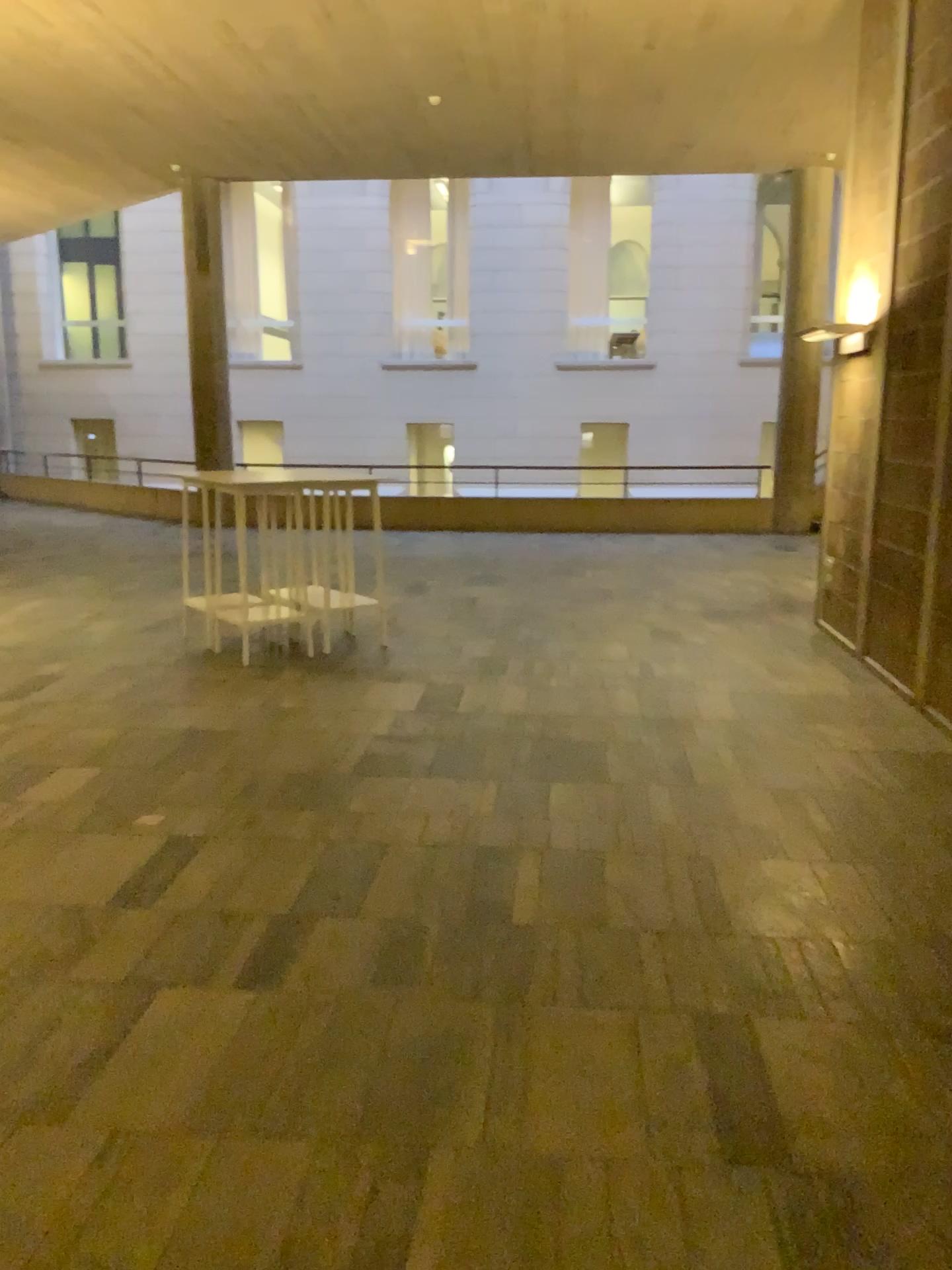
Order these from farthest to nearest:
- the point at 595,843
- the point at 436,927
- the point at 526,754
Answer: the point at 526,754 < the point at 595,843 < the point at 436,927
